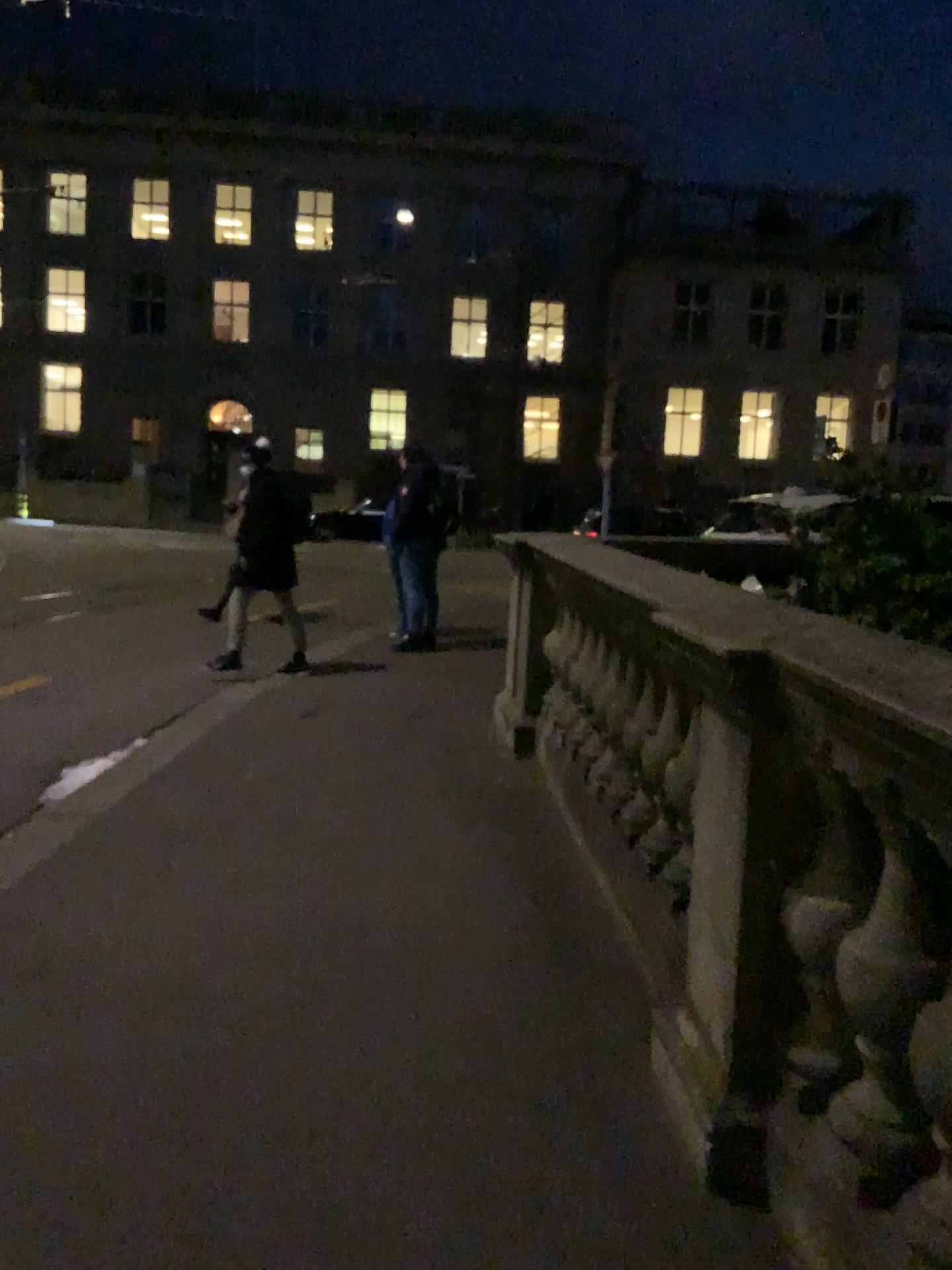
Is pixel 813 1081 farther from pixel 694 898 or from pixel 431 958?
pixel 431 958
